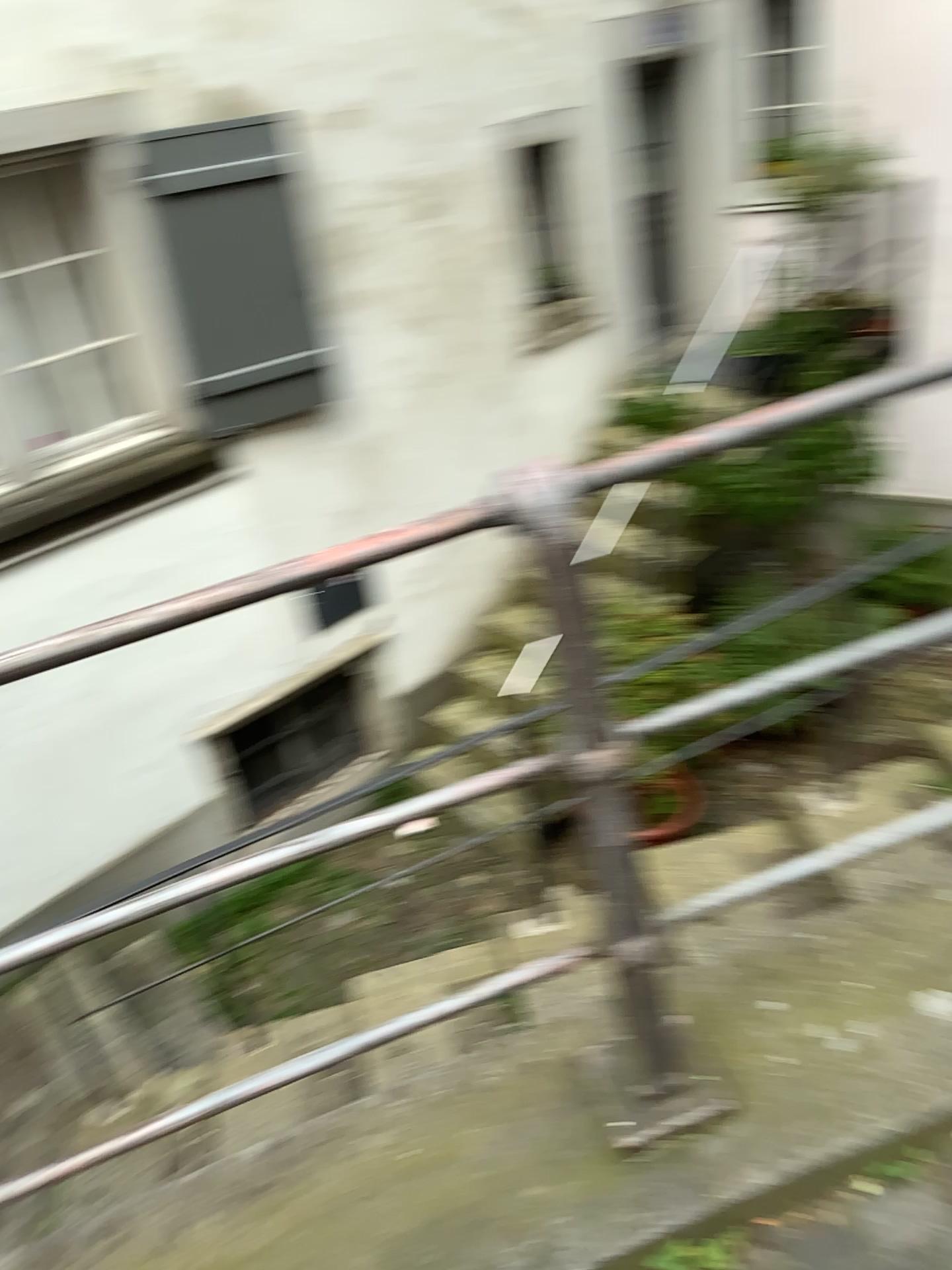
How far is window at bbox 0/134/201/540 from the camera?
4.1m

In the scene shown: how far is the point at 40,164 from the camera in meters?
4.1 m

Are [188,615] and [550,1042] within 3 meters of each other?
yes
